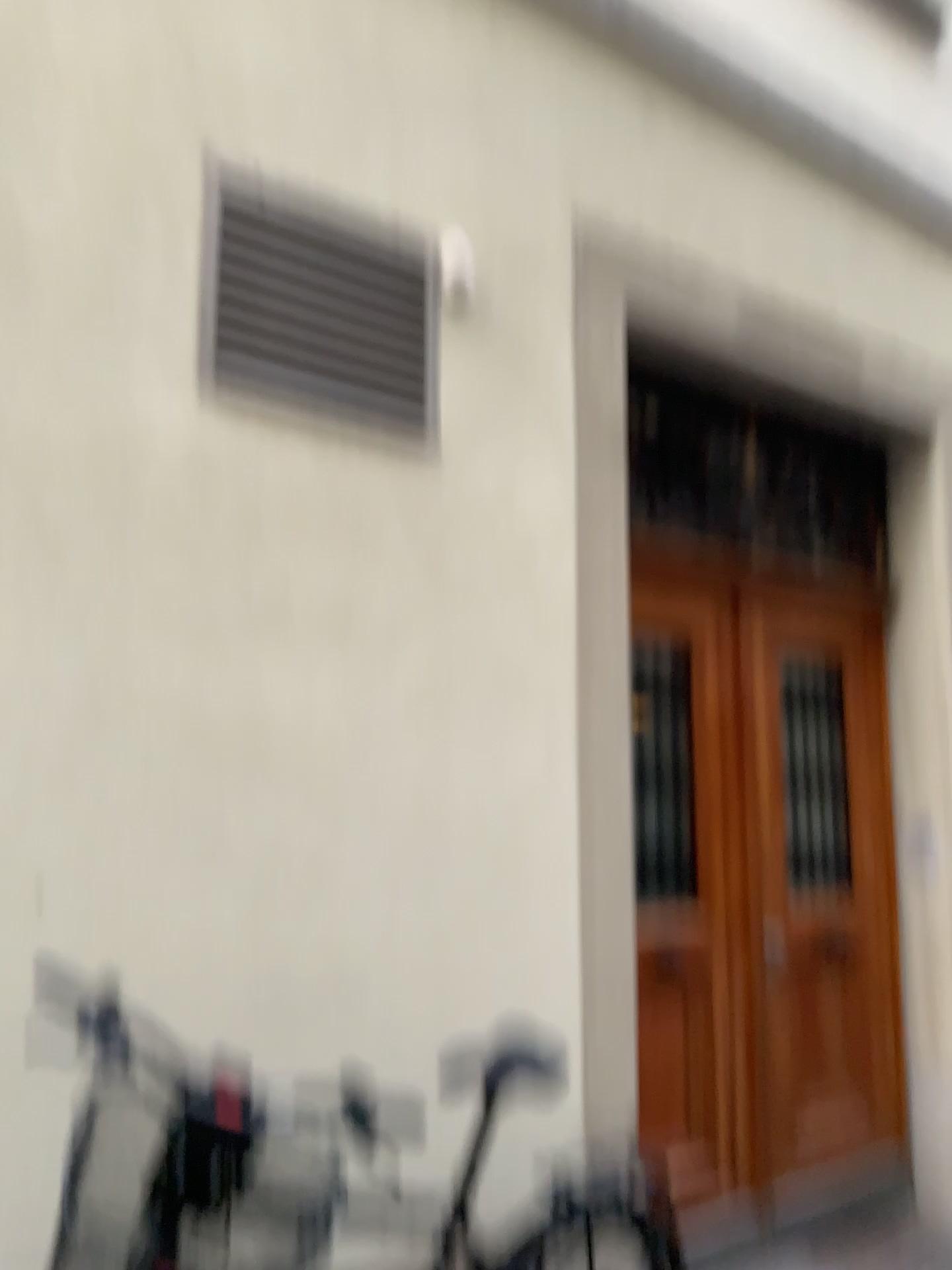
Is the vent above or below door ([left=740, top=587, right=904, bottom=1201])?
above

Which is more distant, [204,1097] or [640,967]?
[640,967]

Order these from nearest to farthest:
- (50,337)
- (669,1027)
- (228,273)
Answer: (50,337) → (228,273) → (669,1027)

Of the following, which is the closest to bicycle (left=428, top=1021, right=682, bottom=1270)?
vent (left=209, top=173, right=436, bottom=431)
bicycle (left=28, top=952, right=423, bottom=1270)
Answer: bicycle (left=28, top=952, right=423, bottom=1270)

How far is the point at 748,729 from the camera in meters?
3.6

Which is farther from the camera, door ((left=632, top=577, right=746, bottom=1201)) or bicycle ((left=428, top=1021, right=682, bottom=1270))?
door ((left=632, top=577, right=746, bottom=1201))

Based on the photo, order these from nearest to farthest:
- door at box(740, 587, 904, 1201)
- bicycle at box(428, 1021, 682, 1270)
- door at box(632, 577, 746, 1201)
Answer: bicycle at box(428, 1021, 682, 1270) < door at box(632, 577, 746, 1201) < door at box(740, 587, 904, 1201)

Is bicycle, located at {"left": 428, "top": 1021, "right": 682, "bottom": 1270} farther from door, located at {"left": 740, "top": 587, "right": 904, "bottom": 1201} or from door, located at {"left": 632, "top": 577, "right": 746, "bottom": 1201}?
door, located at {"left": 740, "top": 587, "right": 904, "bottom": 1201}

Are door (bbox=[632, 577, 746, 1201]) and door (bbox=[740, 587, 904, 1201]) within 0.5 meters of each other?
yes

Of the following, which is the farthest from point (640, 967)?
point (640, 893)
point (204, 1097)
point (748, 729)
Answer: point (204, 1097)
